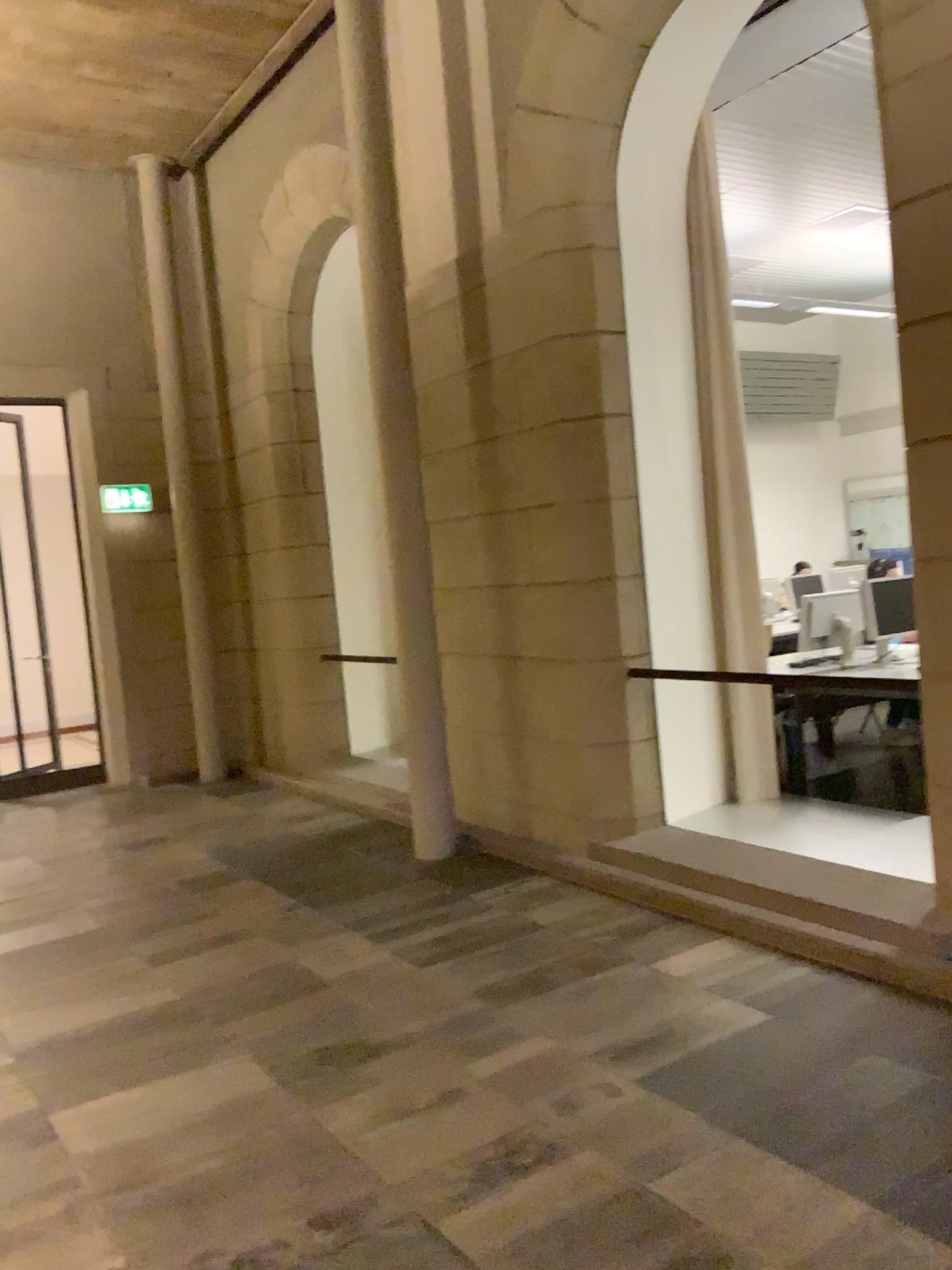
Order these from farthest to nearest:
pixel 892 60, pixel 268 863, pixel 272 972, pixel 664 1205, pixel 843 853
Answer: pixel 268 863, pixel 843 853, pixel 272 972, pixel 892 60, pixel 664 1205
